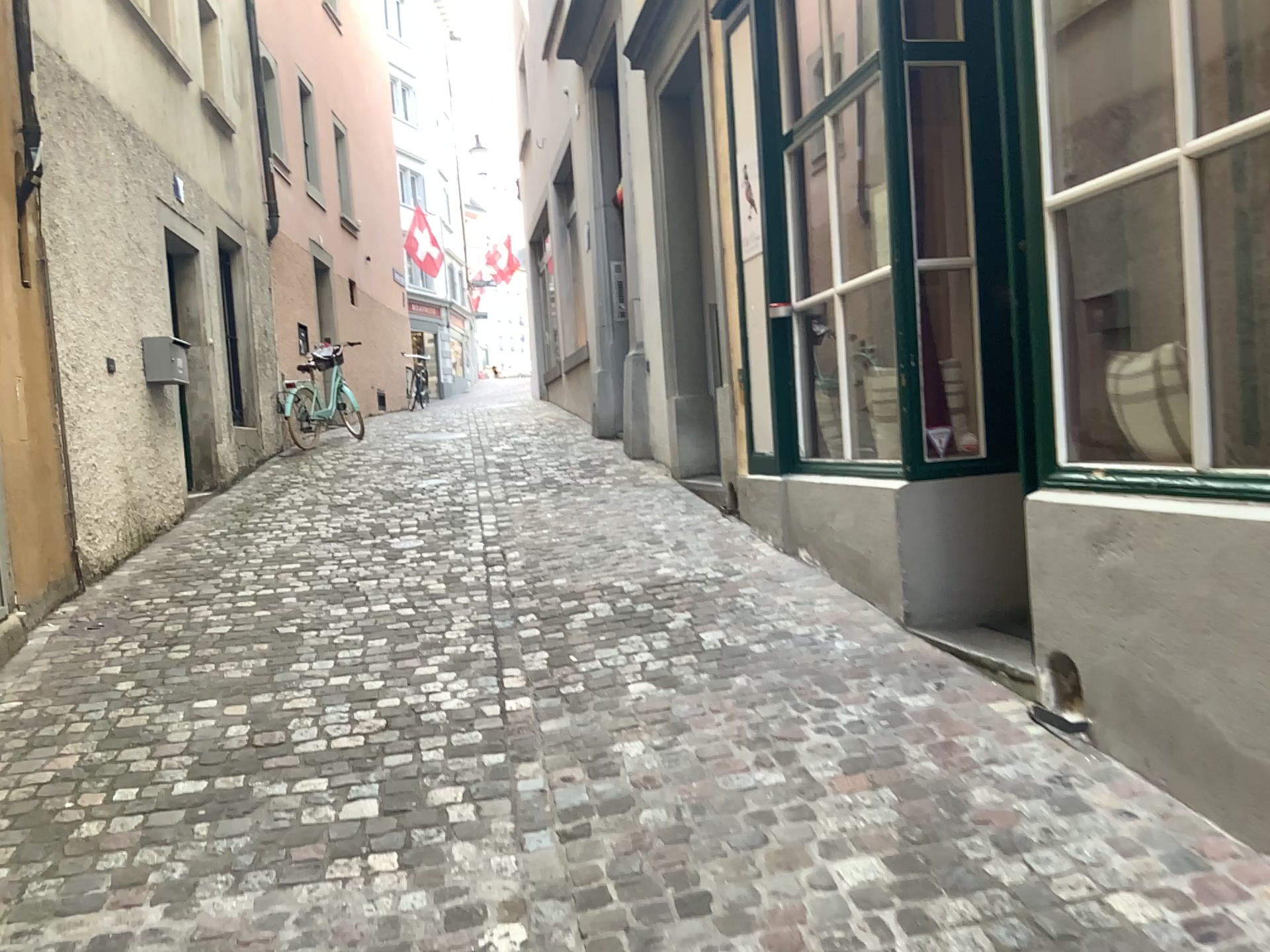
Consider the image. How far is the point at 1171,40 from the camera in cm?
277

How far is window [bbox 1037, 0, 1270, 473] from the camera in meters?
2.8 m

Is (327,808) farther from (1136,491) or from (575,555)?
(575,555)
